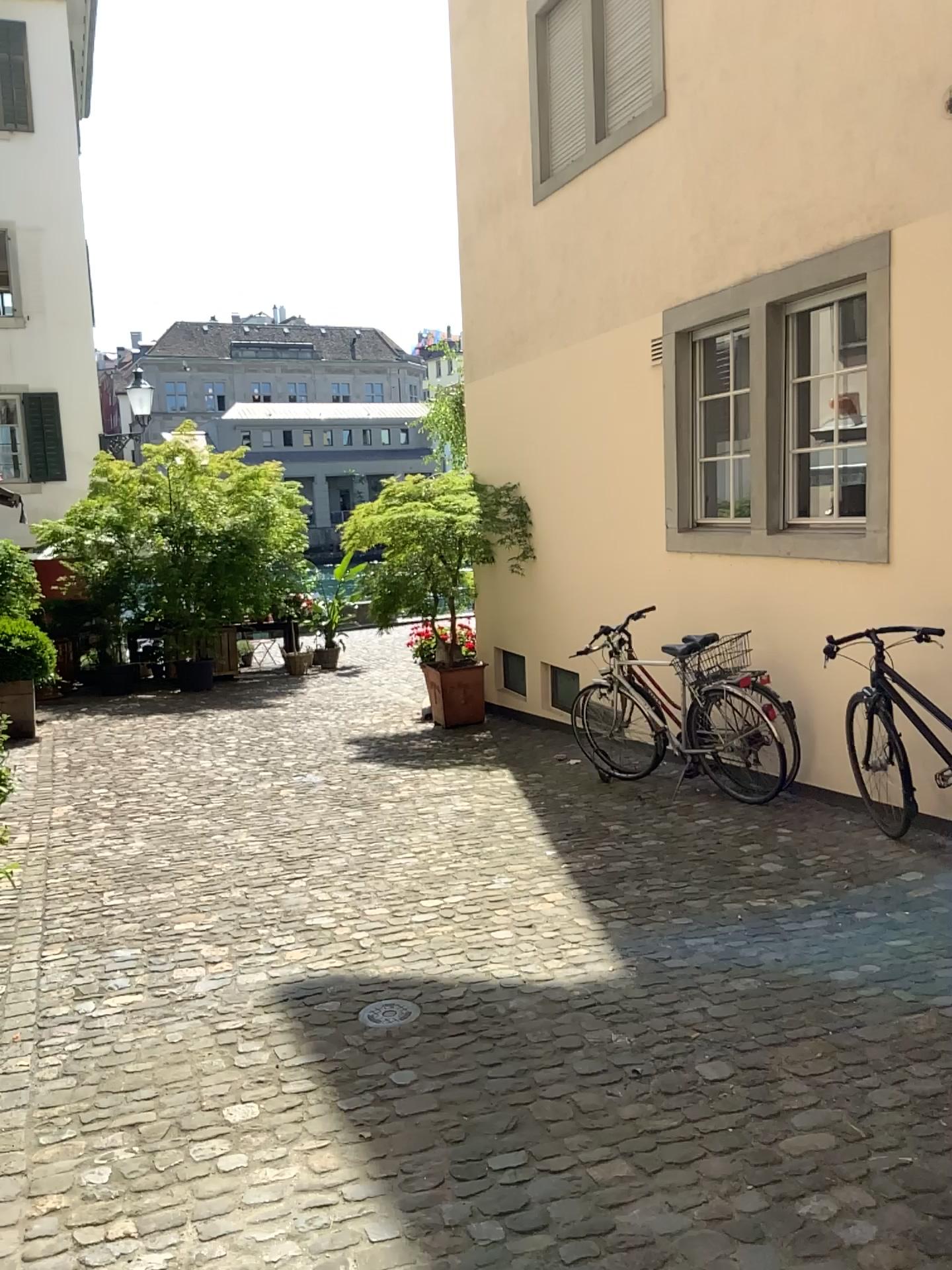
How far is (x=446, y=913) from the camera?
4.08m
